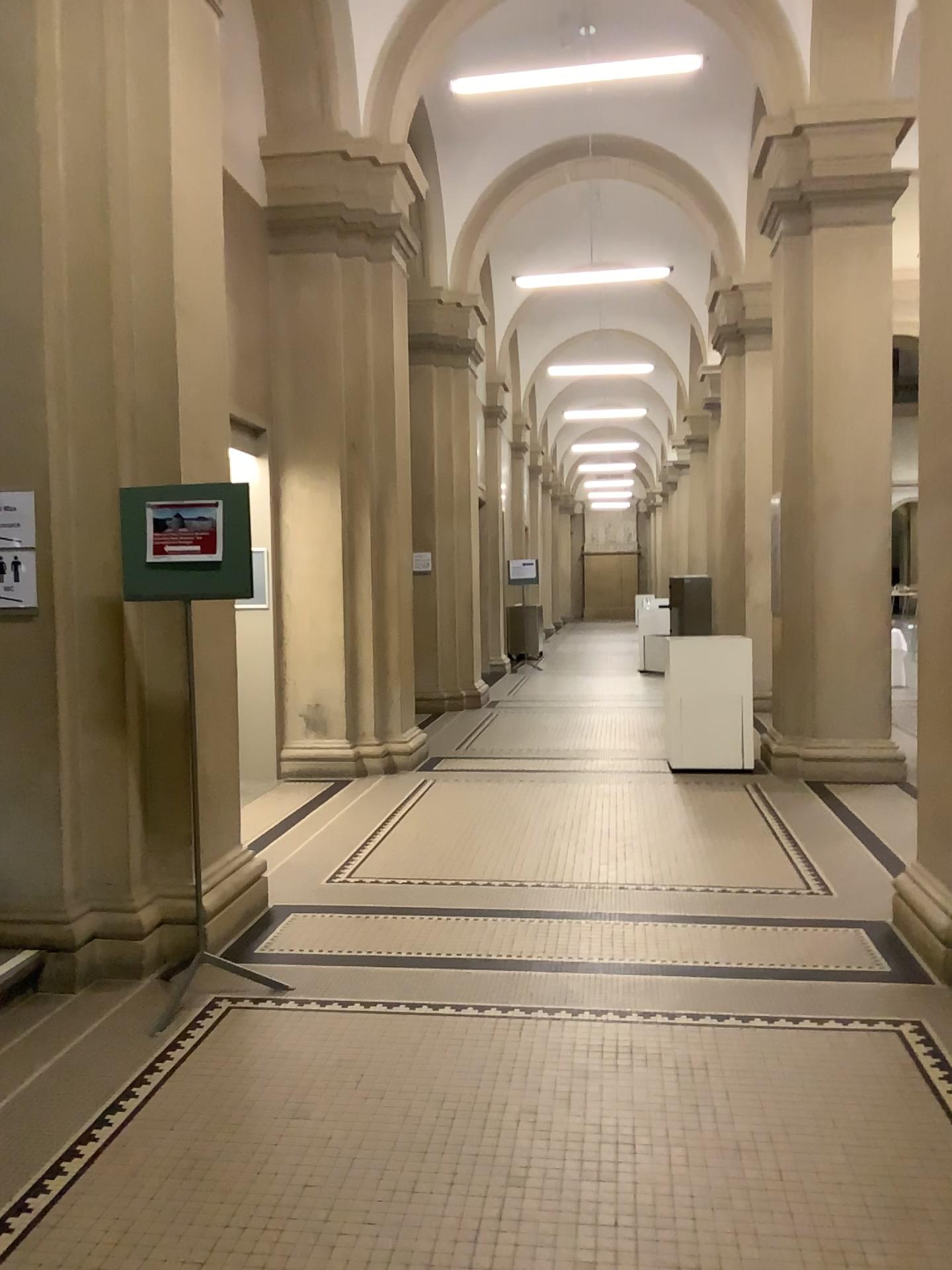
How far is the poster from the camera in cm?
365

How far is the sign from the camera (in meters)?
3.81

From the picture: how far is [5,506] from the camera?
3.8 meters

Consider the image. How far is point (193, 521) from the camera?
3.65m

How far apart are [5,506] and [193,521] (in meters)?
0.74

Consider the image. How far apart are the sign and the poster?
0.5 meters

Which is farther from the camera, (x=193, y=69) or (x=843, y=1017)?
(x=193, y=69)
